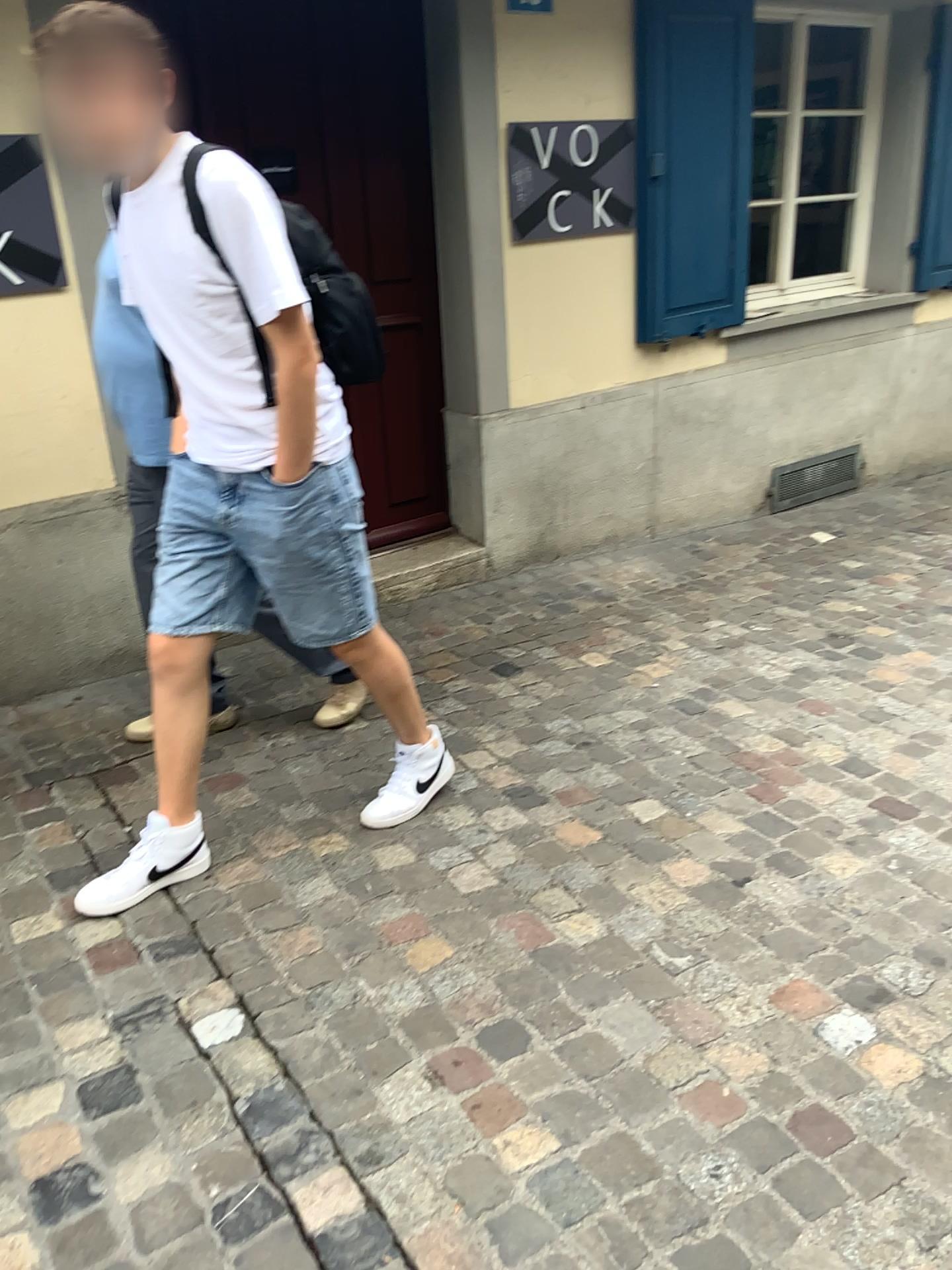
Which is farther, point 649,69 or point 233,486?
Answer: point 649,69

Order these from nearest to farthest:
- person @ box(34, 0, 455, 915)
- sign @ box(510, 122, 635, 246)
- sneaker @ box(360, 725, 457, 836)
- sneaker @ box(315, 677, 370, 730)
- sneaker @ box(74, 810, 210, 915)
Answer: person @ box(34, 0, 455, 915) → sneaker @ box(74, 810, 210, 915) → sneaker @ box(360, 725, 457, 836) → sneaker @ box(315, 677, 370, 730) → sign @ box(510, 122, 635, 246)

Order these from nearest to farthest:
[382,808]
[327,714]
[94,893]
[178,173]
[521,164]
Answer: [178,173] → [94,893] → [382,808] → [327,714] → [521,164]

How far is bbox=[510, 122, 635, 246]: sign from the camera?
3.73m

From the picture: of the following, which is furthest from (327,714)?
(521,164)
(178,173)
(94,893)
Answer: (521,164)

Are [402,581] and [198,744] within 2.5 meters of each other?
yes

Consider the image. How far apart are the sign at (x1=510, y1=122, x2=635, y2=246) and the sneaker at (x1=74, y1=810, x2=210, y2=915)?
2.5m

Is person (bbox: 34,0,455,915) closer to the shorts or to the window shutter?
the shorts

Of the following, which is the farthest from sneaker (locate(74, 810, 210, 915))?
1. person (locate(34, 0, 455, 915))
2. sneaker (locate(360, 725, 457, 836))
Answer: sneaker (locate(360, 725, 457, 836))

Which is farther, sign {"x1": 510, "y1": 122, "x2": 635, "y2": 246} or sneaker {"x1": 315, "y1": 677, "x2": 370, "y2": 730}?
sign {"x1": 510, "y1": 122, "x2": 635, "y2": 246}
